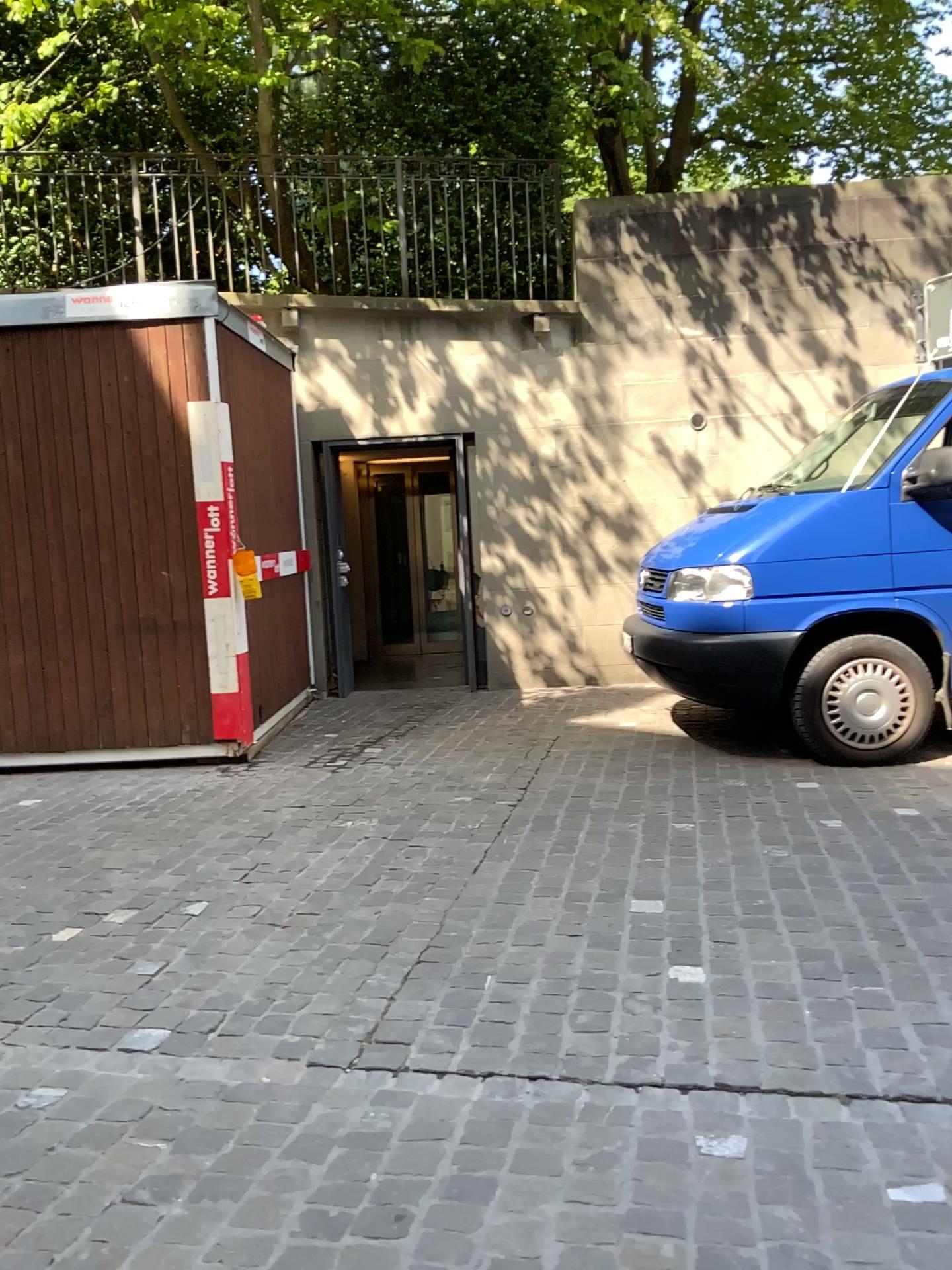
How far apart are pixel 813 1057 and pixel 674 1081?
0.3m
